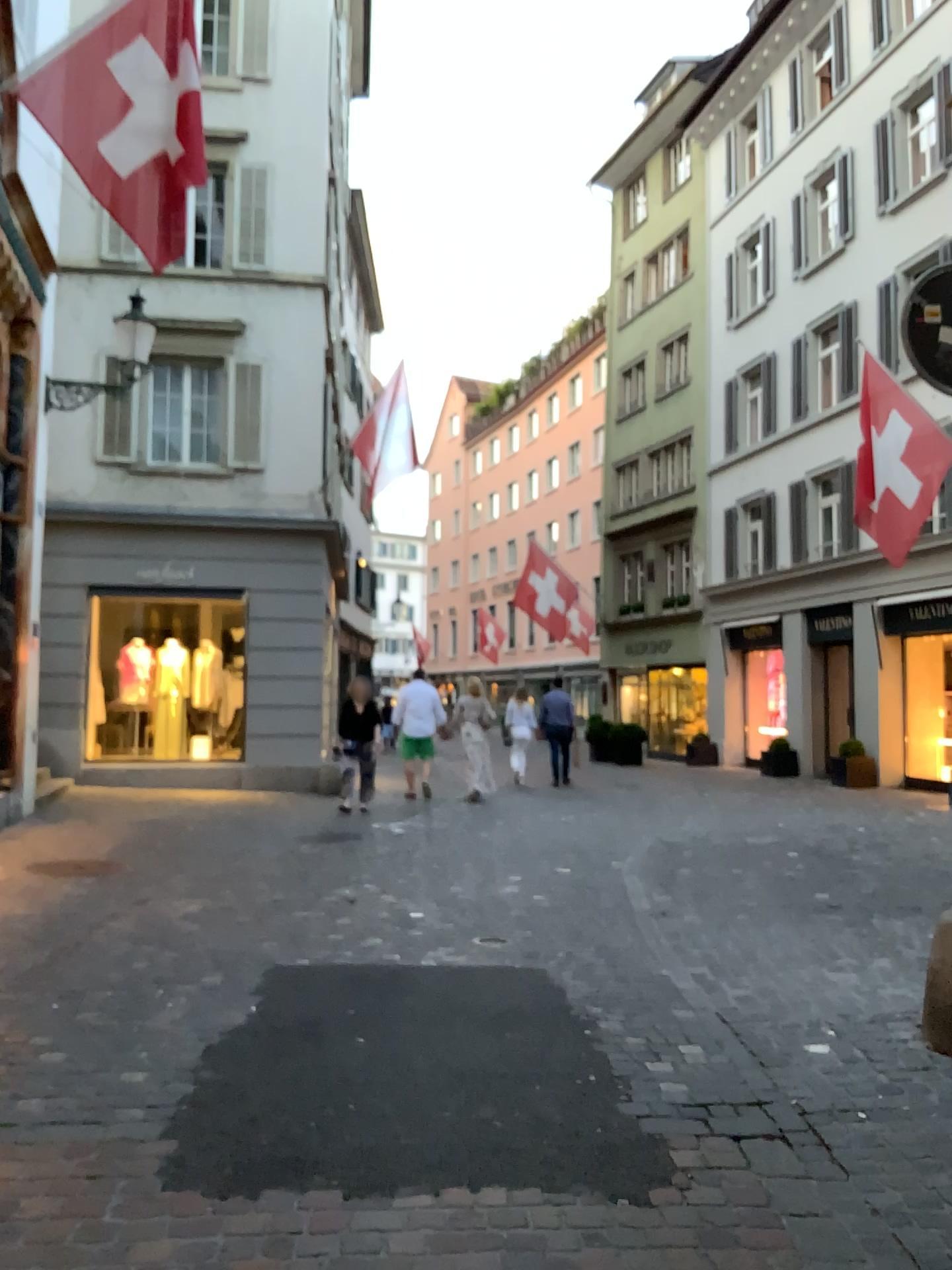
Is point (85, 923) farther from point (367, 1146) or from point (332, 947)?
point (367, 1146)
